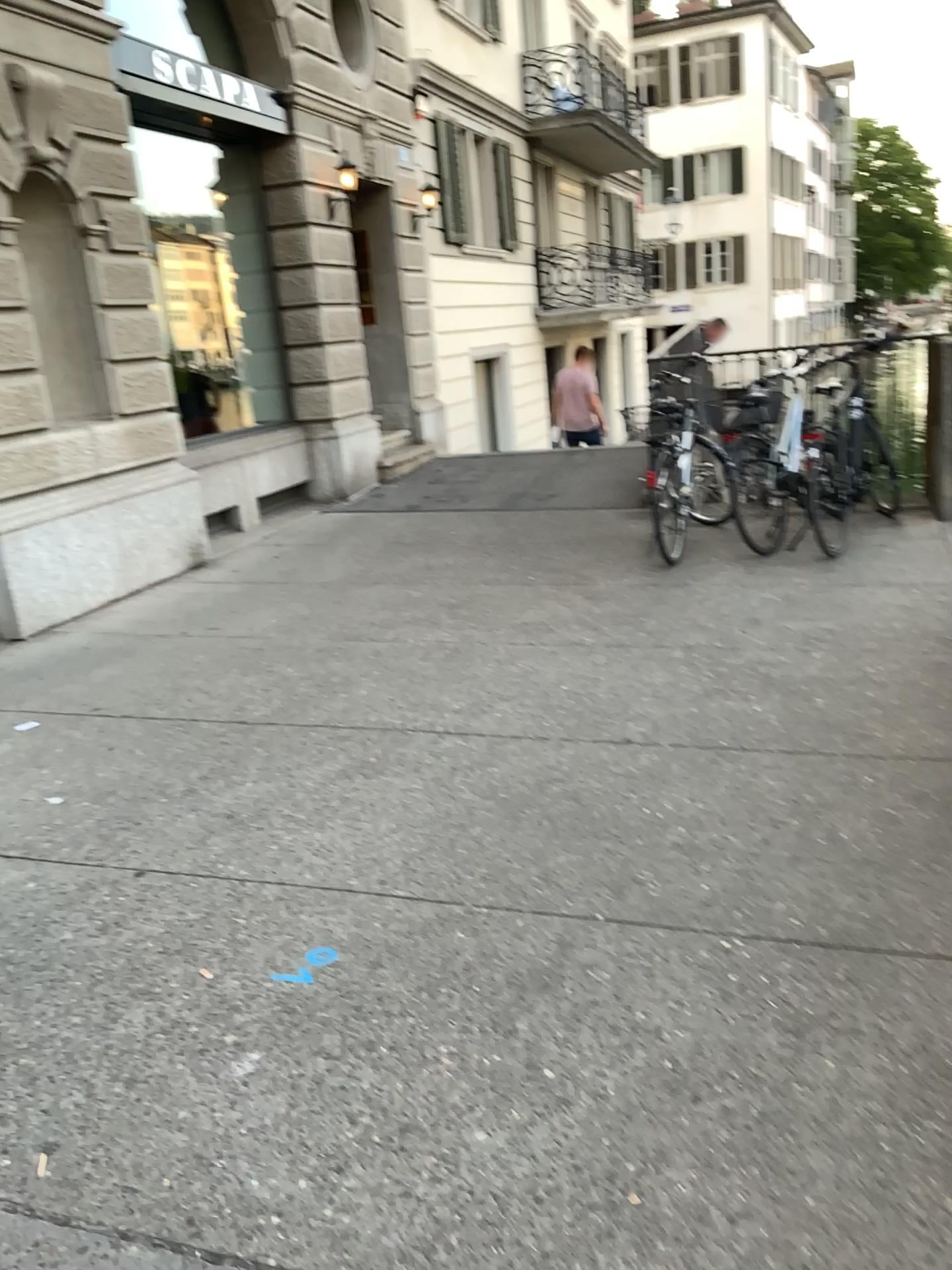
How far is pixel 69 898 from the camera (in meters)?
2.90
